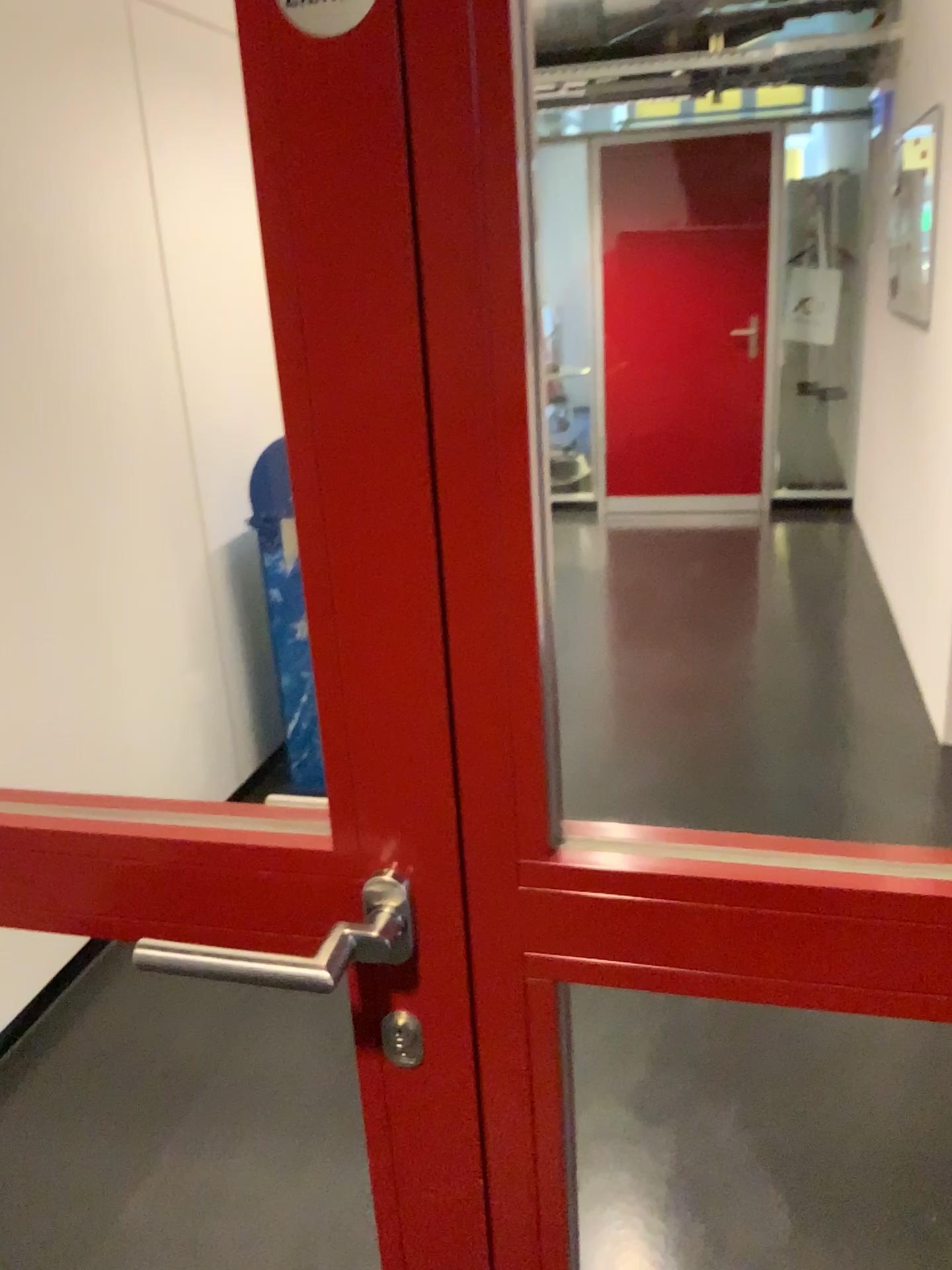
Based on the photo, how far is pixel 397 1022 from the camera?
0.8 meters

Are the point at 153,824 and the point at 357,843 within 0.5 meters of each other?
yes

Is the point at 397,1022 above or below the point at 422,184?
below

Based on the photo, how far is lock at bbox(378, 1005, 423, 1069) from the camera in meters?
0.8
